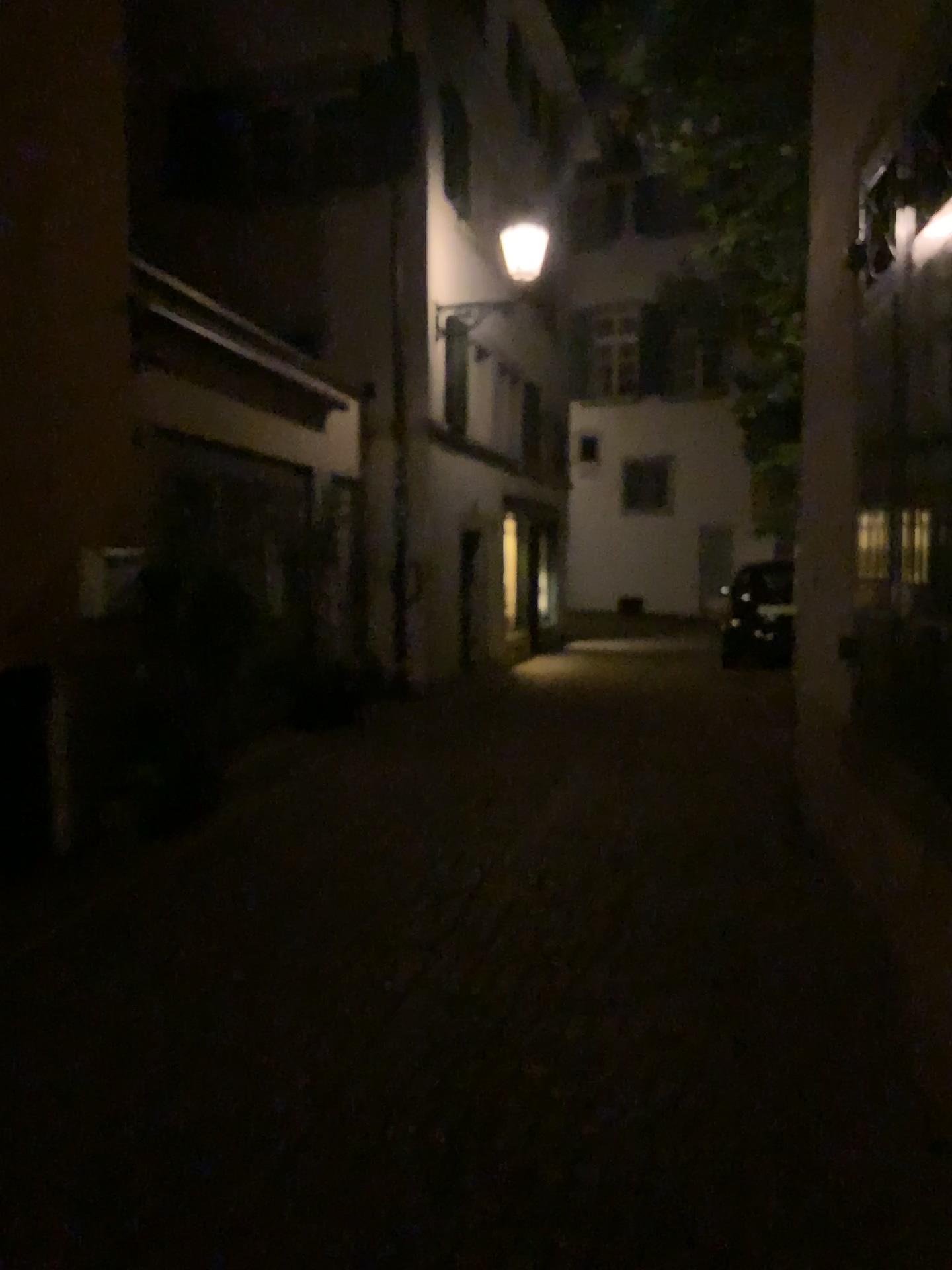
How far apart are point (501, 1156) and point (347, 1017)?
1.0m
